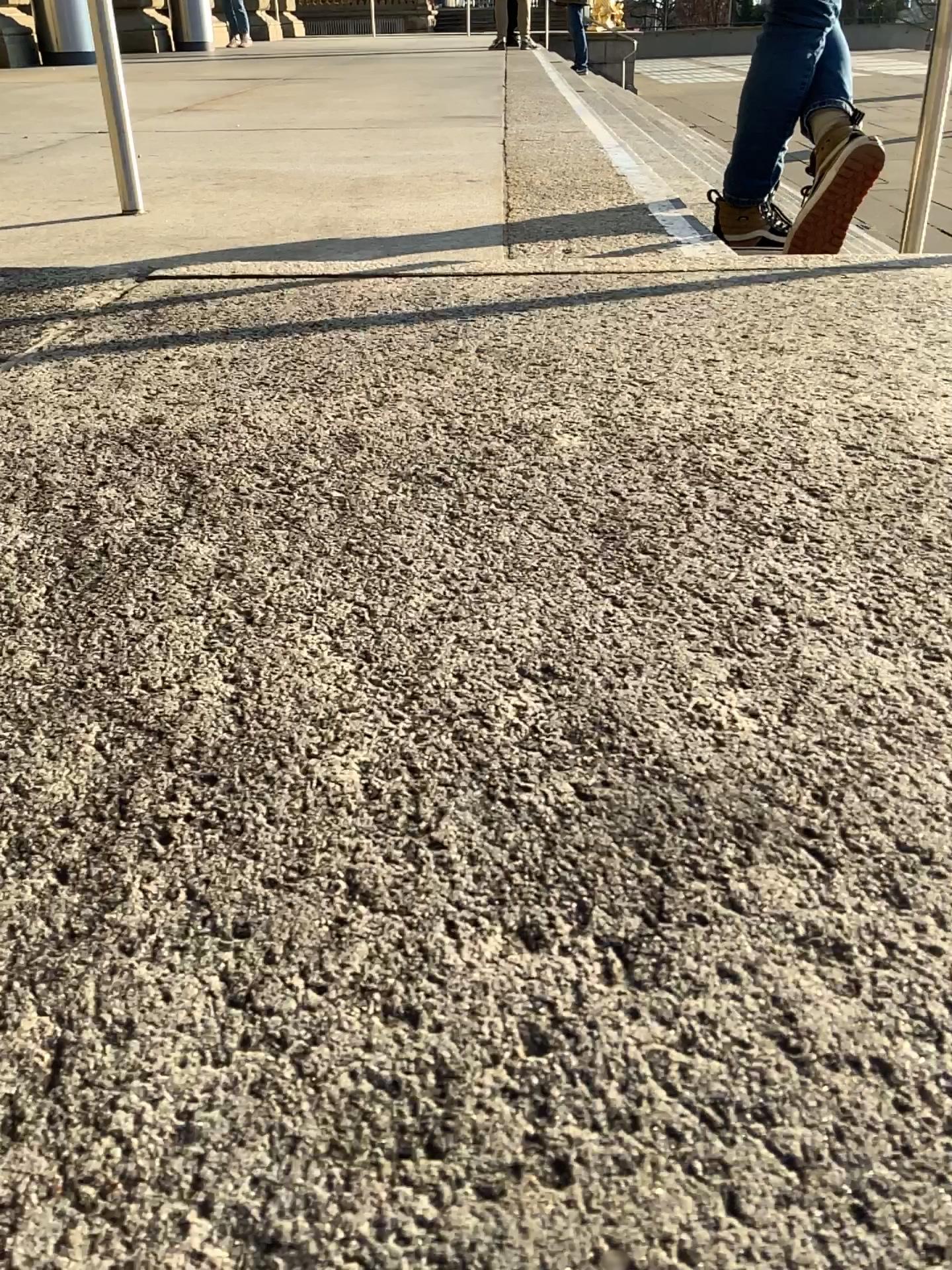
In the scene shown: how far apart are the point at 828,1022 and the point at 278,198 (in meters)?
2.21
